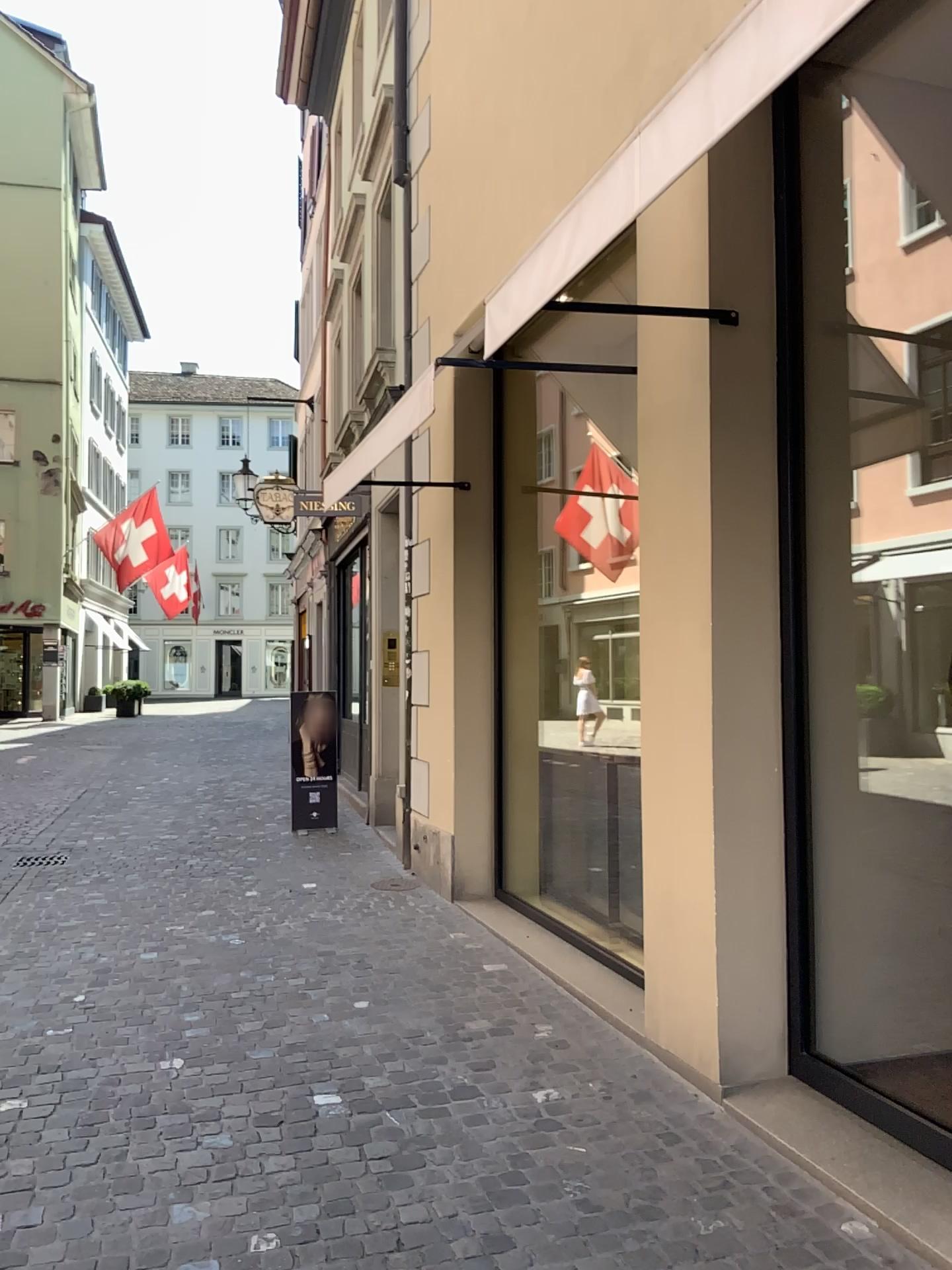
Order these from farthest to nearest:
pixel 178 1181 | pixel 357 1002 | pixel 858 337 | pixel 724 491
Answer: pixel 357 1002 → pixel 858 337 → pixel 724 491 → pixel 178 1181

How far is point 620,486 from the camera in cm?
412

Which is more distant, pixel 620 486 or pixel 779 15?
pixel 620 486

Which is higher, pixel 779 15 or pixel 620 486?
pixel 779 15

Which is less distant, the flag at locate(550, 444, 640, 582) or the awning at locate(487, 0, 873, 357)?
the awning at locate(487, 0, 873, 357)

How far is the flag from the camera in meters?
4.1
